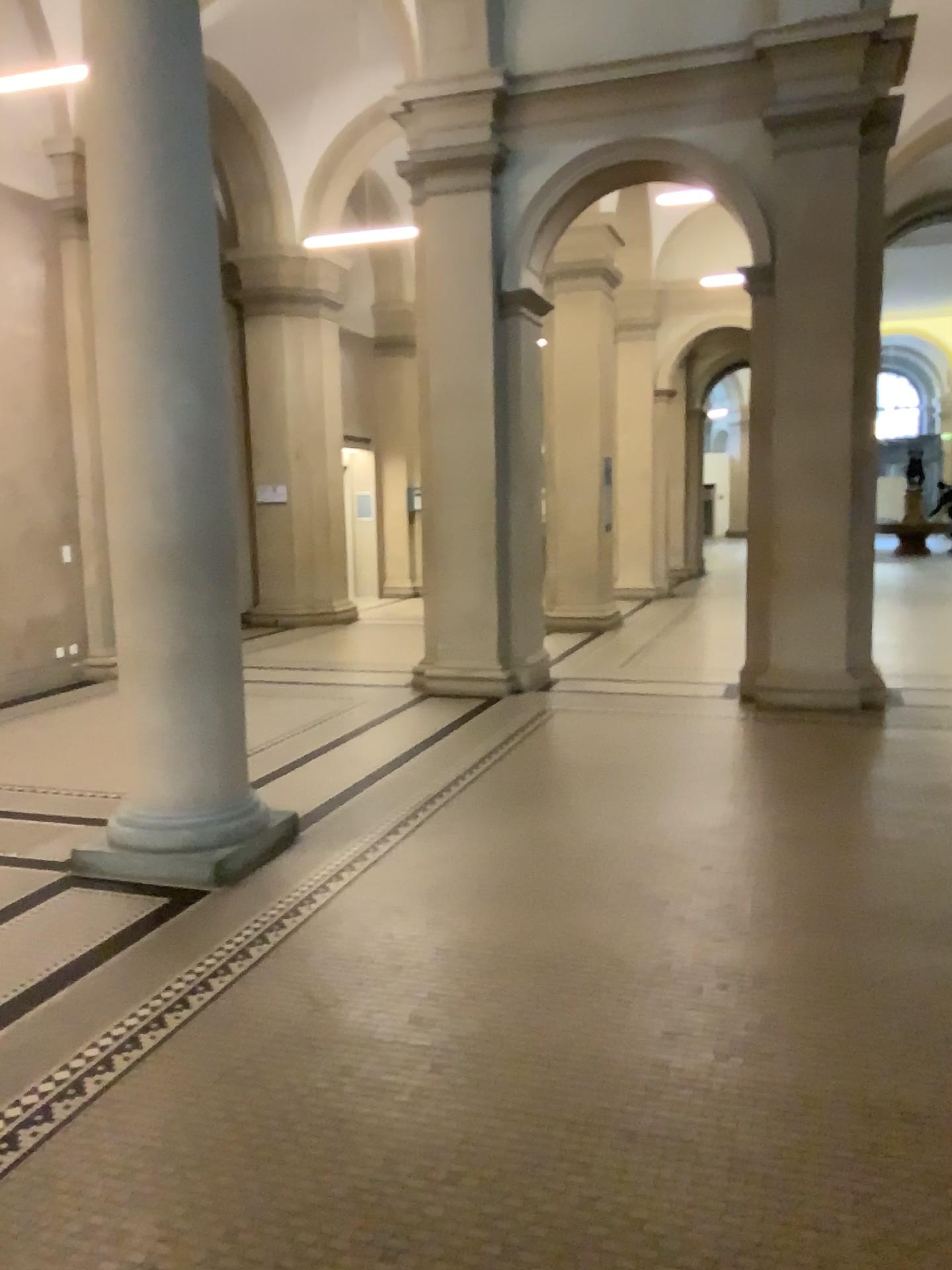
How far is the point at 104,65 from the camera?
4.20m

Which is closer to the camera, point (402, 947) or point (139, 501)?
point (402, 947)

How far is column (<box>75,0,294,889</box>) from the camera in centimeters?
420cm
